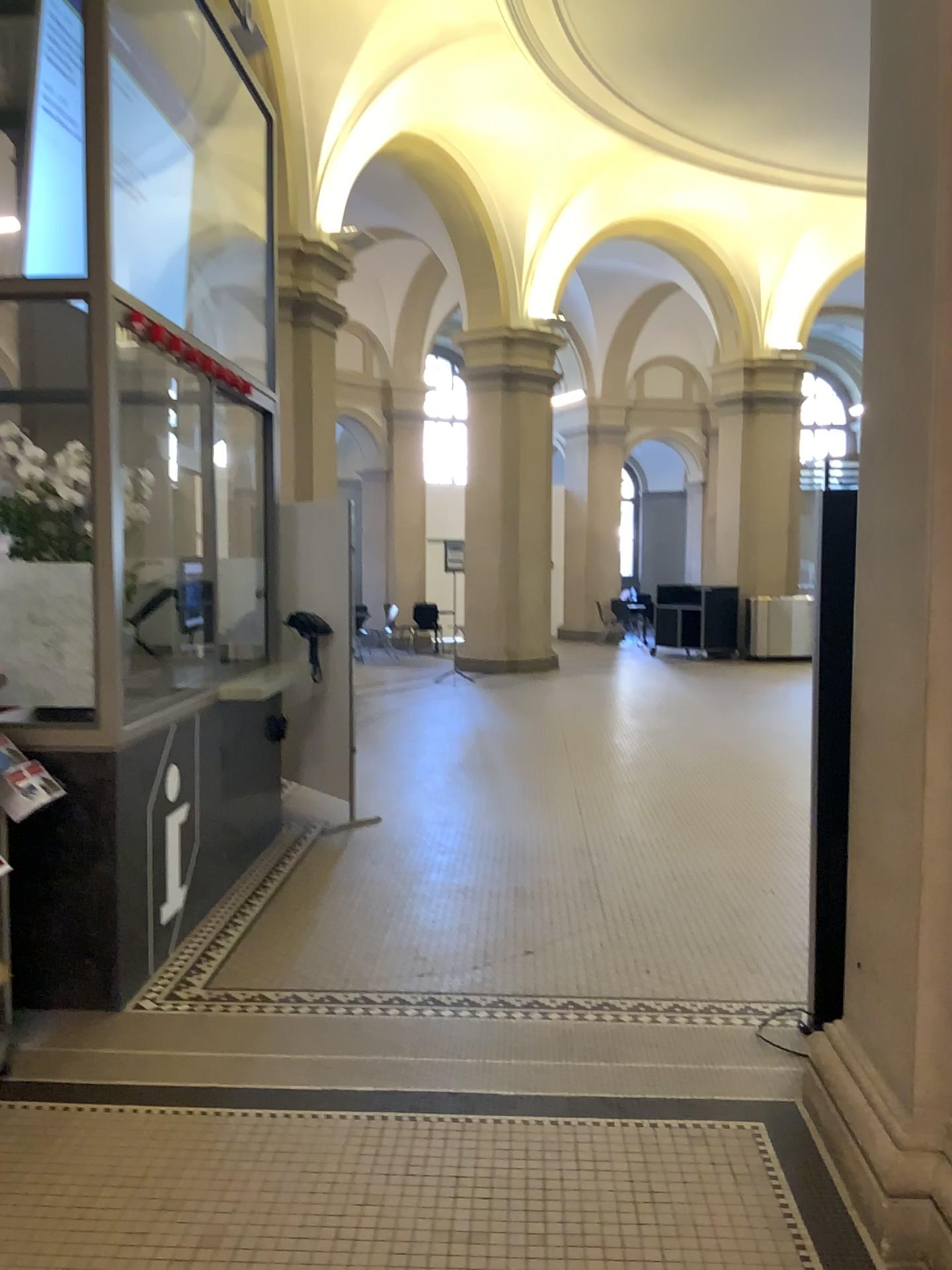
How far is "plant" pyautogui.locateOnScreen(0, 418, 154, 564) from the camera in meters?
4.1

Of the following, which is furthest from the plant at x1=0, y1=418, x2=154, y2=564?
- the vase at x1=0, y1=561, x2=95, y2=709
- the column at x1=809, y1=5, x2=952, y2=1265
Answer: the column at x1=809, y1=5, x2=952, y2=1265

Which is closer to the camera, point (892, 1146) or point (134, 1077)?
point (892, 1146)

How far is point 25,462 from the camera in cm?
406

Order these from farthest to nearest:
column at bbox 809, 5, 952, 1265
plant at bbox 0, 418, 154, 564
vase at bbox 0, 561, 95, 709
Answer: plant at bbox 0, 418, 154, 564, vase at bbox 0, 561, 95, 709, column at bbox 809, 5, 952, 1265

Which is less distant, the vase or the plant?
the vase

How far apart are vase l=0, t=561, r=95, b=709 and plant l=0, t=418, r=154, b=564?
0.5m

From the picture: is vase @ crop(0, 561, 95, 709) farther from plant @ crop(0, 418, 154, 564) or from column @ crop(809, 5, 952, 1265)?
column @ crop(809, 5, 952, 1265)

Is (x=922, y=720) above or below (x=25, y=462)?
below

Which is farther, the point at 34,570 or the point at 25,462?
the point at 25,462
